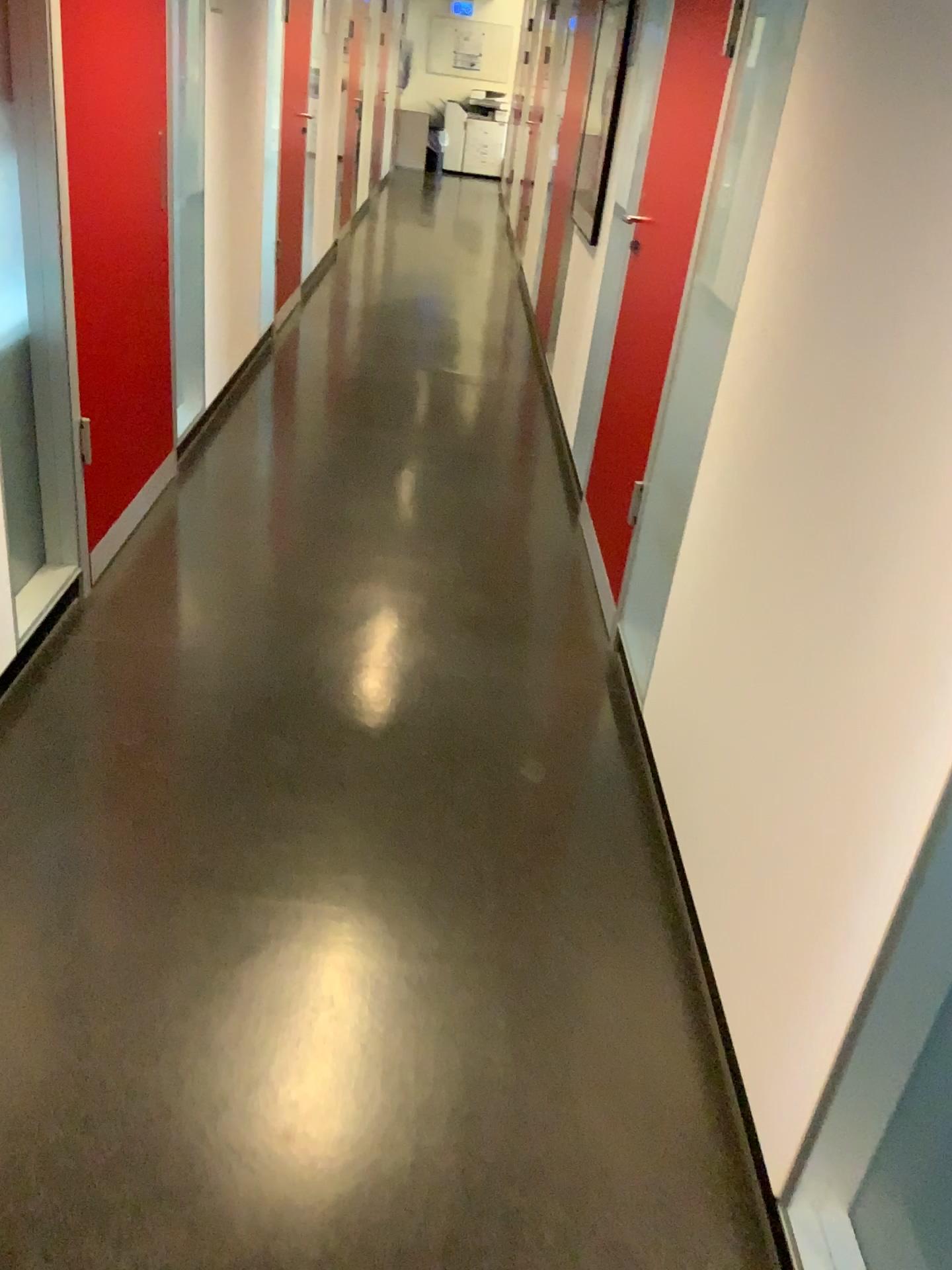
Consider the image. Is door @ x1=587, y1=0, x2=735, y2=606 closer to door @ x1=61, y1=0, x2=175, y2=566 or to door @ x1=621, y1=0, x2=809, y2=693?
door @ x1=621, y1=0, x2=809, y2=693

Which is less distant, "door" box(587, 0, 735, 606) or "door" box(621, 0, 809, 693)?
"door" box(621, 0, 809, 693)

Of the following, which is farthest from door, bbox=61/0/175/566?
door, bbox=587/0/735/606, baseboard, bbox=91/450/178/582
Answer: door, bbox=587/0/735/606

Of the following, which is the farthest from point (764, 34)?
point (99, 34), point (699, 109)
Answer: point (99, 34)

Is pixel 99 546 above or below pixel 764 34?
below

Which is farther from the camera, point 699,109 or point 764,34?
point 699,109

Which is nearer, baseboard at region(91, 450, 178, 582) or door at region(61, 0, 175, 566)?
door at region(61, 0, 175, 566)

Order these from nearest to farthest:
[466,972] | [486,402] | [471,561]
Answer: [466,972], [471,561], [486,402]

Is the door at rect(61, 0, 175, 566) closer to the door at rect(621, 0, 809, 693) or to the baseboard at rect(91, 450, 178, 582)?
the baseboard at rect(91, 450, 178, 582)
